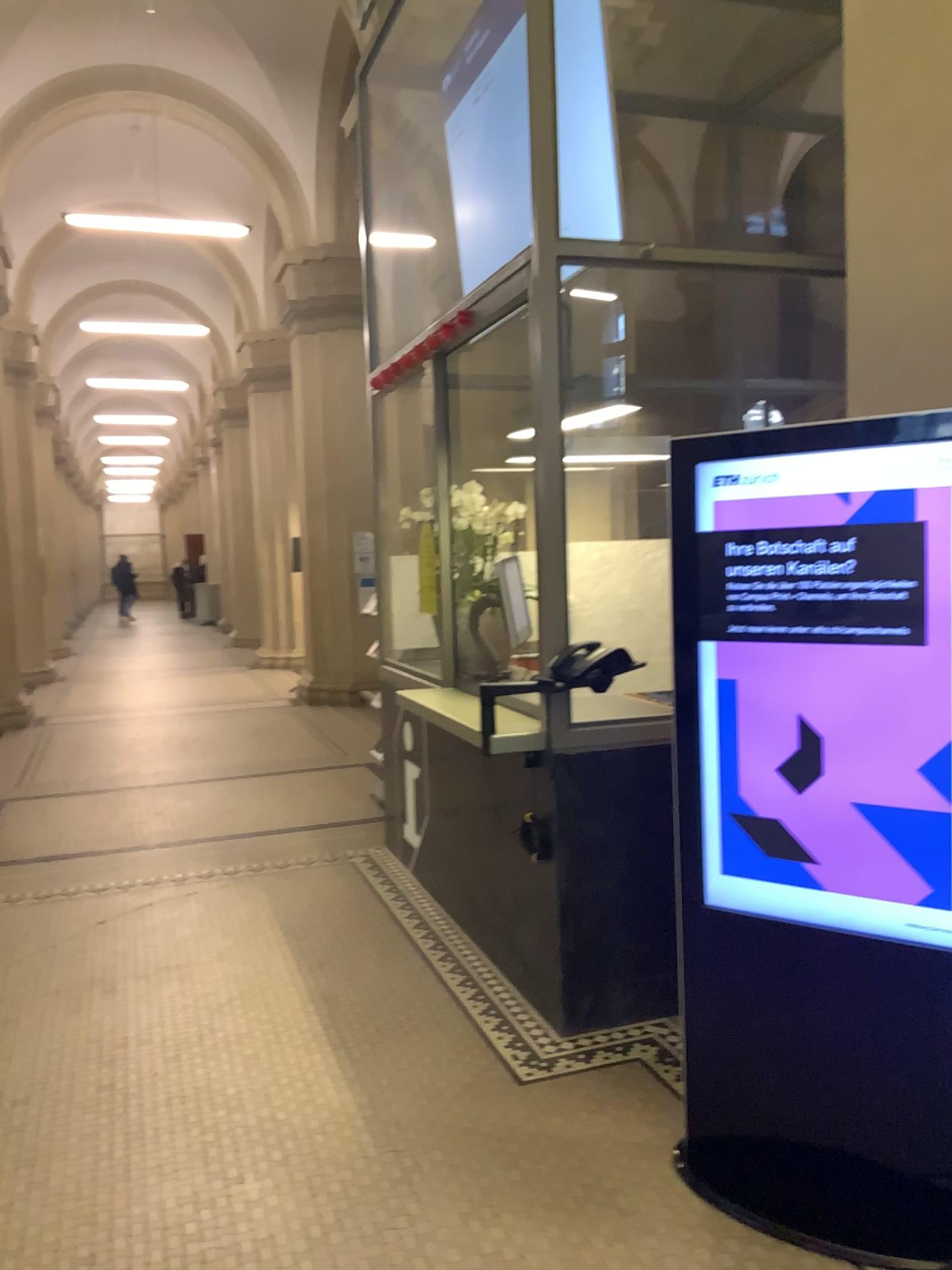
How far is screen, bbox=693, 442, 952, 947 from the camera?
2.3 meters

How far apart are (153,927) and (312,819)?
1.56m

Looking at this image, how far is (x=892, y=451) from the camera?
2.3m

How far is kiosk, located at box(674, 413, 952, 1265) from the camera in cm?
232

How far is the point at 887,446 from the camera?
2.3 meters
